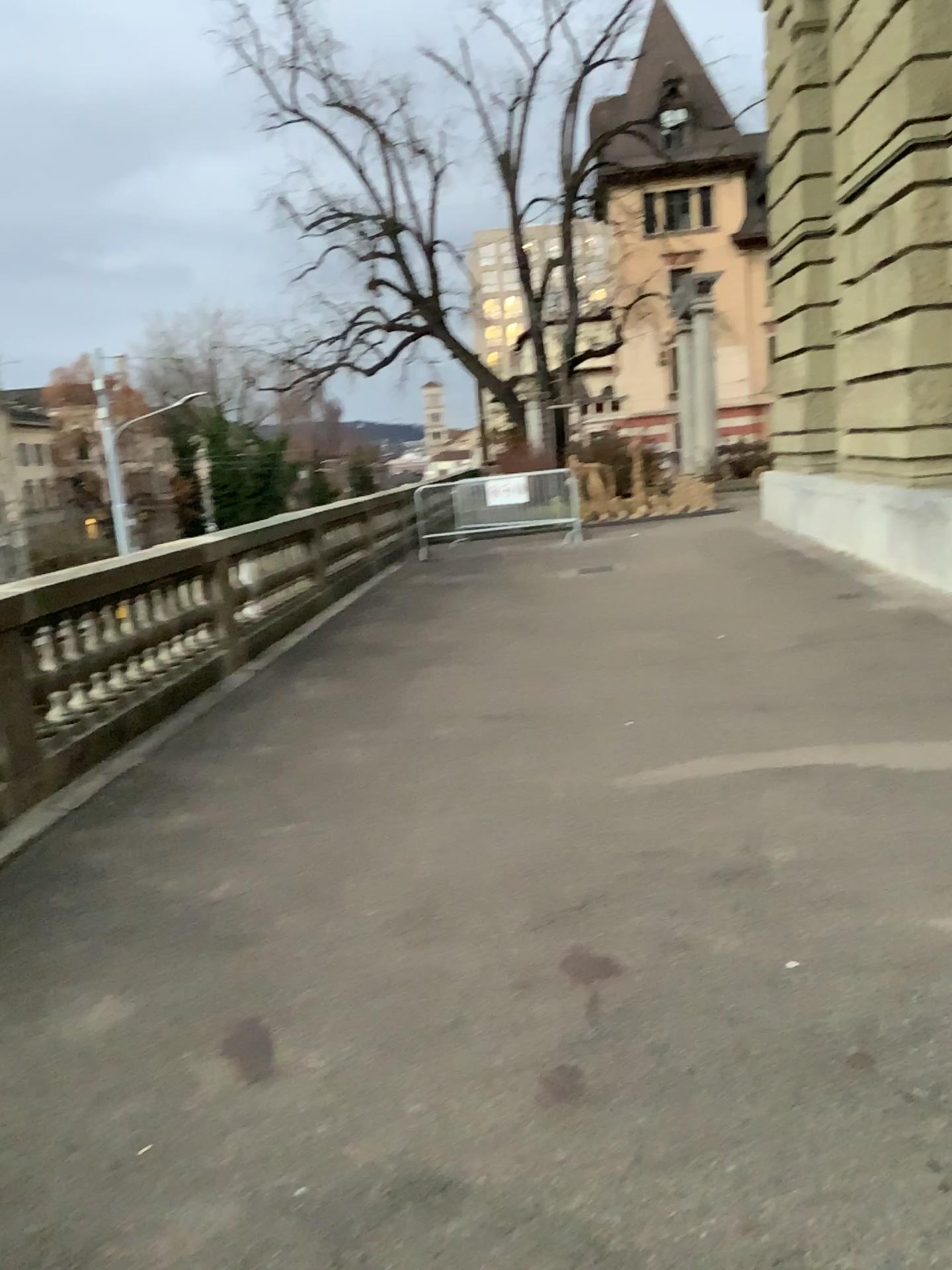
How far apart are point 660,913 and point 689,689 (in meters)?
2.66
